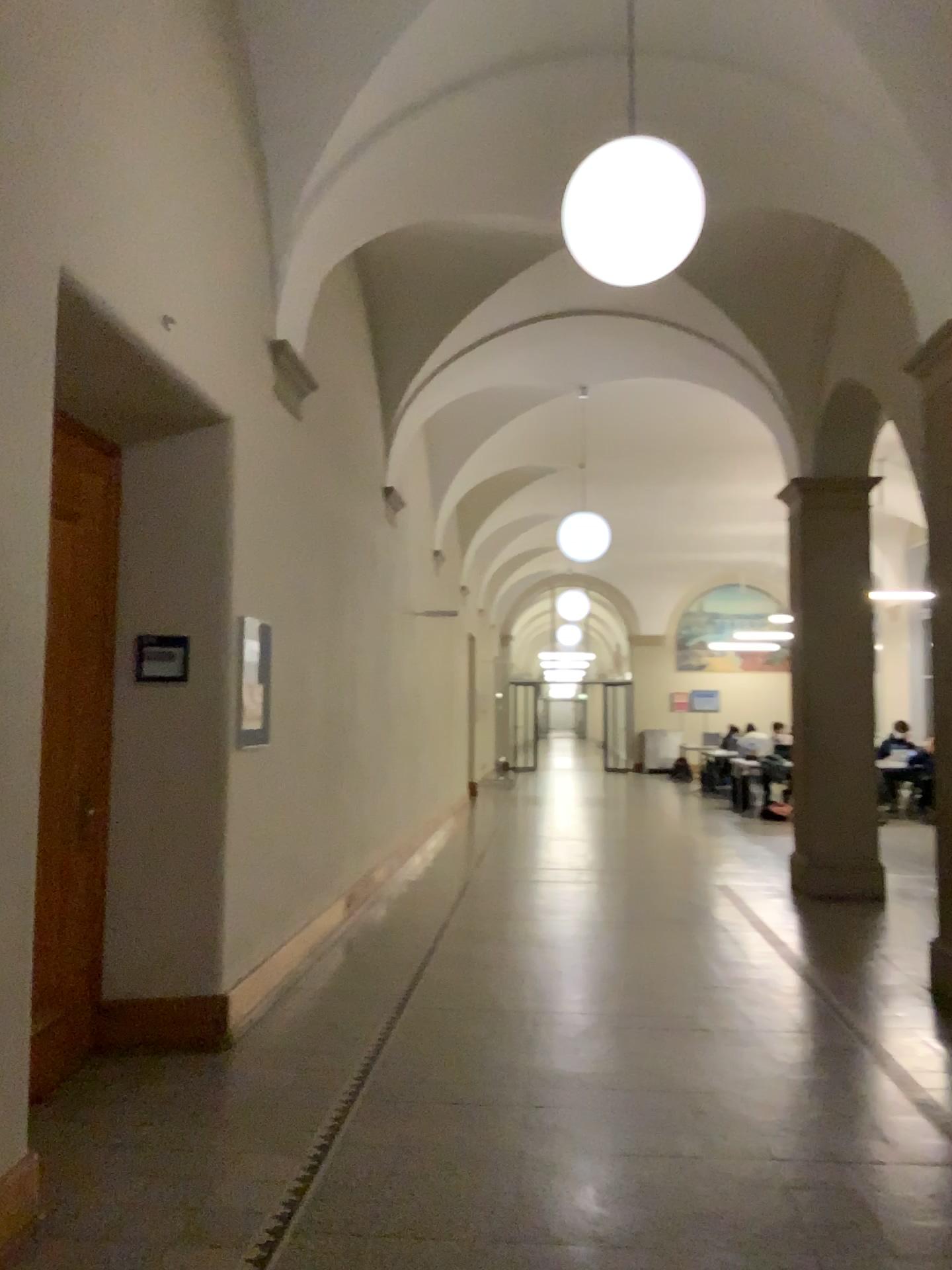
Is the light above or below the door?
above

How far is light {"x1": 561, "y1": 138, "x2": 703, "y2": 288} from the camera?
3.58m

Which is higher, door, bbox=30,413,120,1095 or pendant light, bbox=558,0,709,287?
pendant light, bbox=558,0,709,287

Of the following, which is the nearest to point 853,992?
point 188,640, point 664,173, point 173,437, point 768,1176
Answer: point 768,1176

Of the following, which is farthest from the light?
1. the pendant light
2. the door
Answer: the door

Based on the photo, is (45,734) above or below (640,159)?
below

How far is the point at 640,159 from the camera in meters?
3.6

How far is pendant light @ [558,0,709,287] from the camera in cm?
358

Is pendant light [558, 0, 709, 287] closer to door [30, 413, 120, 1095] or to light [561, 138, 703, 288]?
light [561, 138, 703, 288]

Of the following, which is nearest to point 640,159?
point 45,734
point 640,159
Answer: point 640,159
